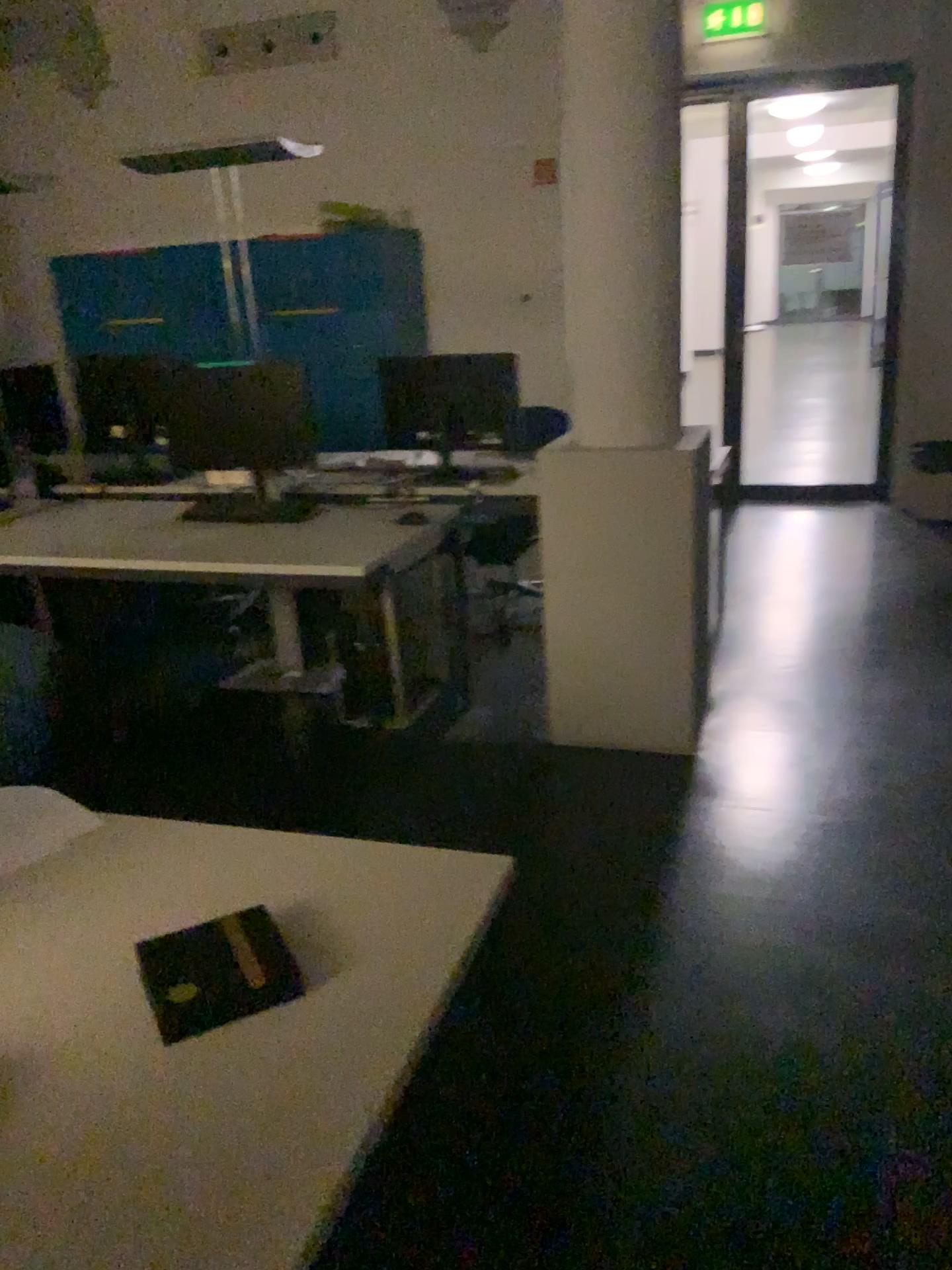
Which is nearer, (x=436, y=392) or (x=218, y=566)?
(x=218, y=566)

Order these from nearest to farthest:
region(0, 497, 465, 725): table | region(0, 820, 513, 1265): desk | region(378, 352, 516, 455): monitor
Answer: region(0, 820, 513, 1265): desk < region(0, 497, 465, 725): table < region(378, 352, 516, 455): monitor

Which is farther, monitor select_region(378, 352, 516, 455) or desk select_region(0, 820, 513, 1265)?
monitor select_region(378, 352, 516, 455)

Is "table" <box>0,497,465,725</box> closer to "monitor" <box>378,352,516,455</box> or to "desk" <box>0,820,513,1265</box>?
"monitor" <box>378,352,516,455</box>

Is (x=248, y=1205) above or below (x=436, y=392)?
below

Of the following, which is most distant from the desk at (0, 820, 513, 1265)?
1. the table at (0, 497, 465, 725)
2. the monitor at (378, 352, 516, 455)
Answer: the monitor at (378, 352, 516, 455)

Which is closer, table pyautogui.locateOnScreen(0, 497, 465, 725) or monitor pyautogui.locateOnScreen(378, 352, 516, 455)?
table pyautogui.locateOnScreen(0, 497, 465, 725)

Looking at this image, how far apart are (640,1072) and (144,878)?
1.1 meters

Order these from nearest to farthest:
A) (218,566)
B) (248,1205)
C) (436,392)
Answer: (248,1205) < (218,566) < (436,392)
